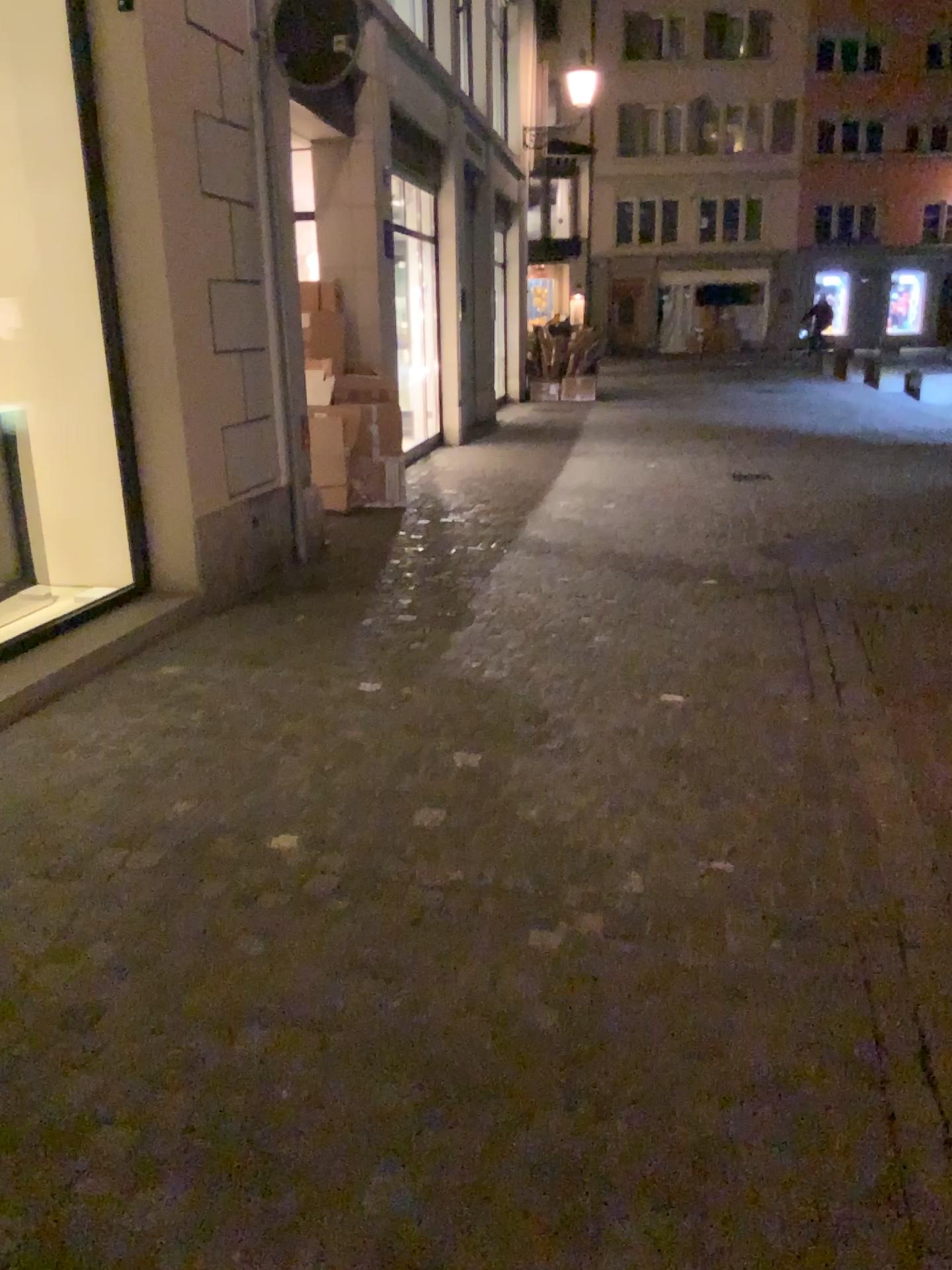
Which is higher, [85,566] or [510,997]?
[85,566]
